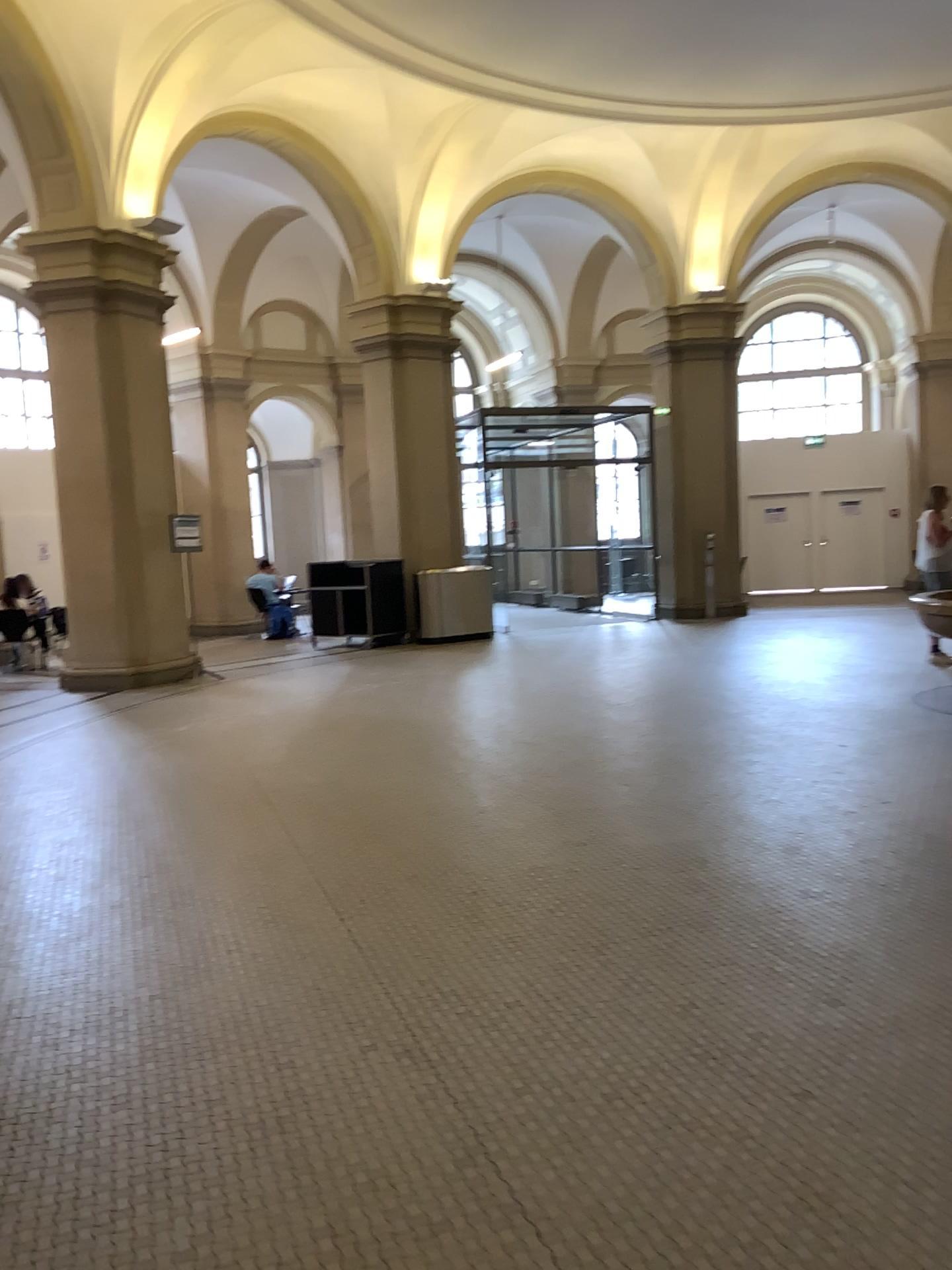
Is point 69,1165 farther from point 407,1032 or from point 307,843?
point 307,843
